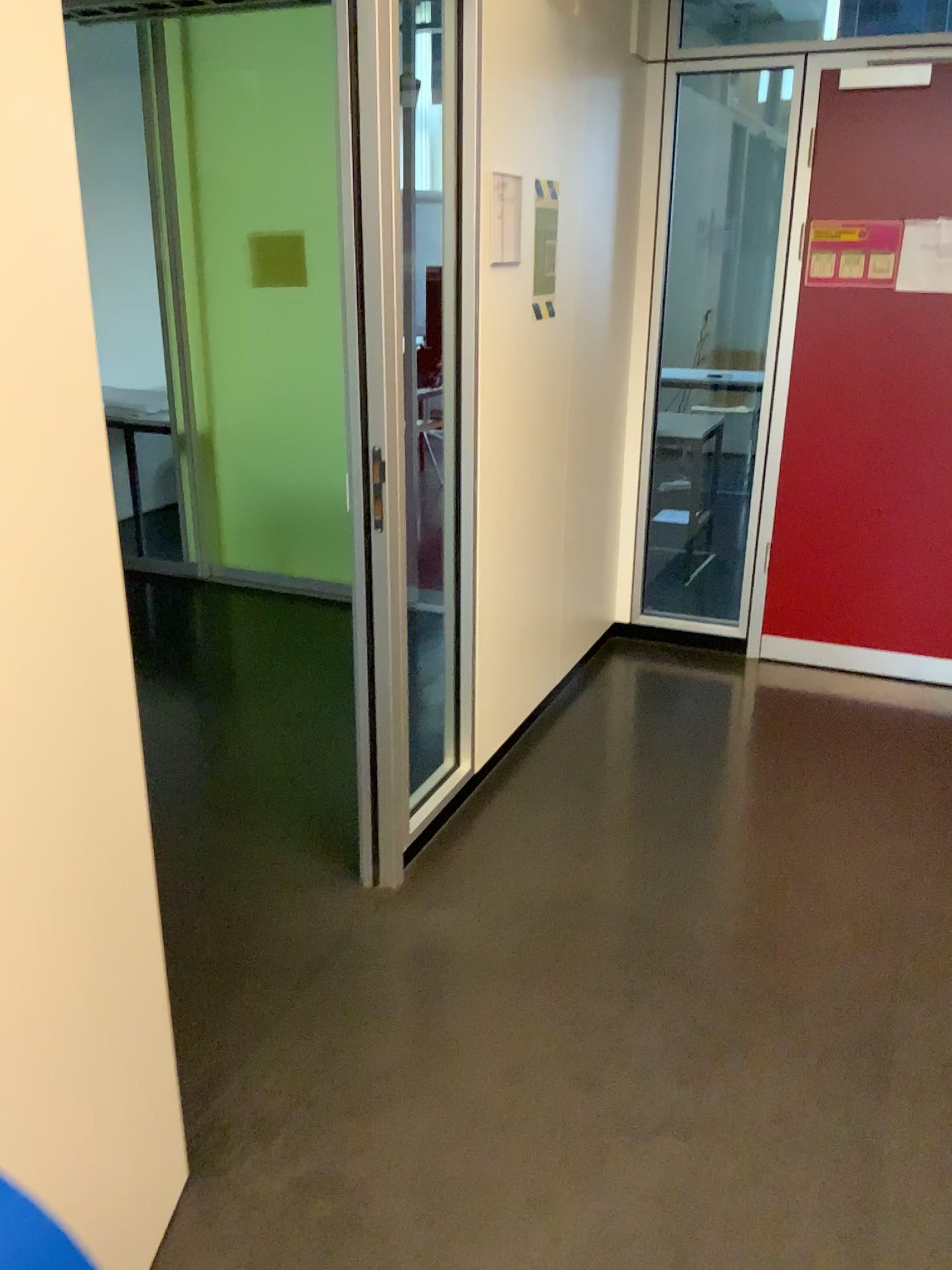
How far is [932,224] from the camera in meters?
3.5

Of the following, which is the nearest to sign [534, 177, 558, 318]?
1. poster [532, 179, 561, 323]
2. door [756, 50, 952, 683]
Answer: poster [532, 179, 561, 323]

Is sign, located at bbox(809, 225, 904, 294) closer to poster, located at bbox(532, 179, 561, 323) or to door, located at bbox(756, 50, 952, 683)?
door, located at bbox(756, 50, 952, 683)

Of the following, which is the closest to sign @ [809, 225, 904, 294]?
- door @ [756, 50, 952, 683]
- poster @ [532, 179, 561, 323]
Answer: door @ [756, 50, 952, 683]

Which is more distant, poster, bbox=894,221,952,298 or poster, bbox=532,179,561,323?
poster, bbox=894,221,952,298

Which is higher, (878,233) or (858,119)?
(858,119)

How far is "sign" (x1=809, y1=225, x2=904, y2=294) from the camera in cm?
359

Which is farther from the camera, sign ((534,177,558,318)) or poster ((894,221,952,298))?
poster ((894,221,952,298))

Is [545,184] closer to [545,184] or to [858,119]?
[545,184]

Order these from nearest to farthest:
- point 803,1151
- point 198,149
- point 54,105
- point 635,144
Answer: point 54,105 → point 803,1151 → point 635,144 → point 198,149
